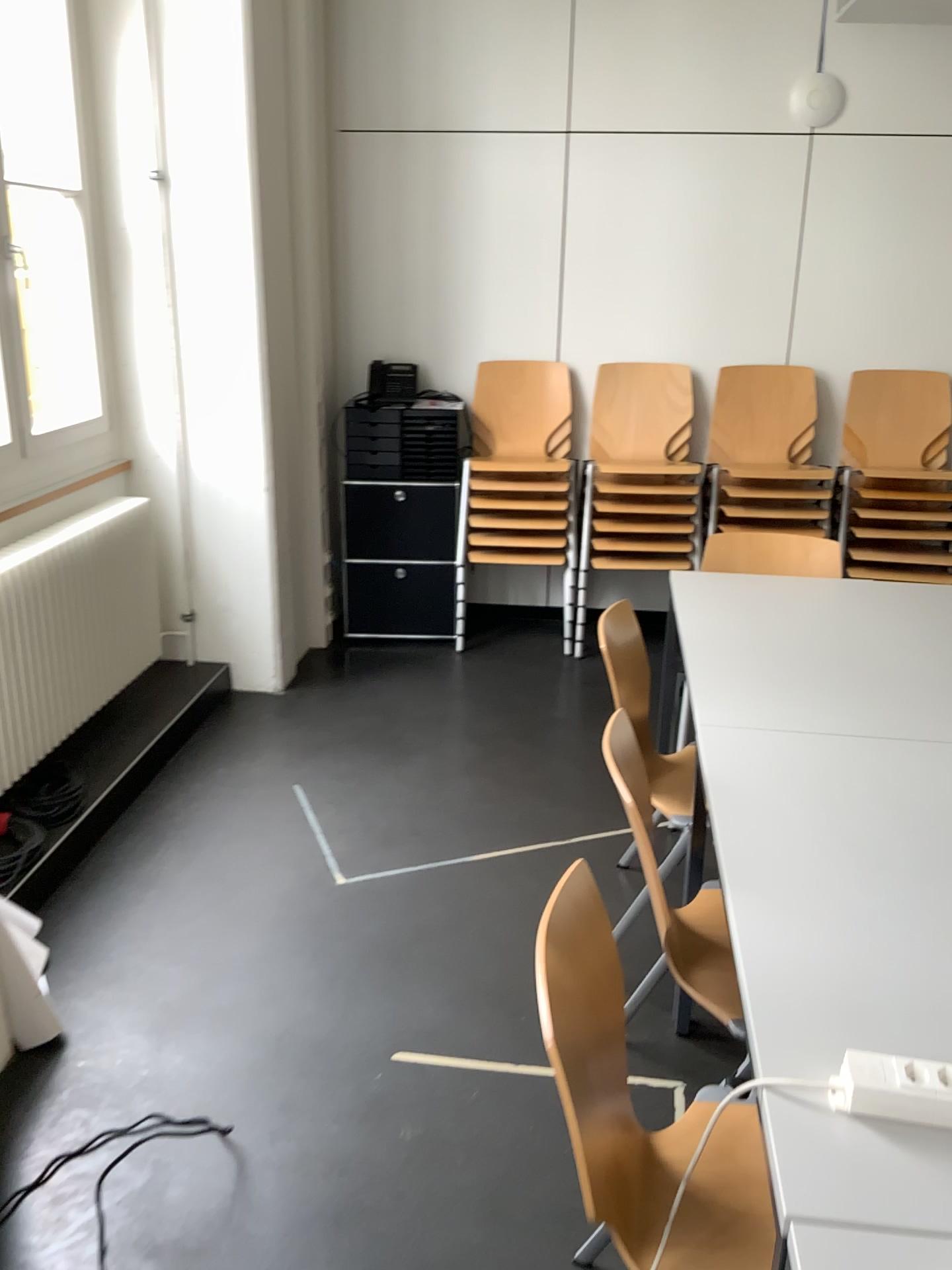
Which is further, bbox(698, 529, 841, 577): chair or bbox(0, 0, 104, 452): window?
bbox(698, 529, 841, 577): chair

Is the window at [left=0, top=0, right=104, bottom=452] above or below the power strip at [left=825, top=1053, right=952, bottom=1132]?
above

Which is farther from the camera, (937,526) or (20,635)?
(937,526)

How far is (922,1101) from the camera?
1.12m

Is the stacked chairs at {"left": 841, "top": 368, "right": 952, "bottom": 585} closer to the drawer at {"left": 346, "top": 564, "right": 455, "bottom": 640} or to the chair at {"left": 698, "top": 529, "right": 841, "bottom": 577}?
the chair at {"left": 698, "top": 529, "right": 841, "bottom": 577}

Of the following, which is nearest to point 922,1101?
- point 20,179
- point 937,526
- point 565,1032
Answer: point 565,1032

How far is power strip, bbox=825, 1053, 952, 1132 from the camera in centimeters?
112cm

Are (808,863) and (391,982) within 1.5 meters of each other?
yes

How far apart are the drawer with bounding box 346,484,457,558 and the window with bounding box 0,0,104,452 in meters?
1.3 m

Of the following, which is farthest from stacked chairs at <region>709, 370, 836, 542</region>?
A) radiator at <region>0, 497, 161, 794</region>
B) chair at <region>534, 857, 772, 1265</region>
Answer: chair at <region>534, 857, 772, 1265</region>
